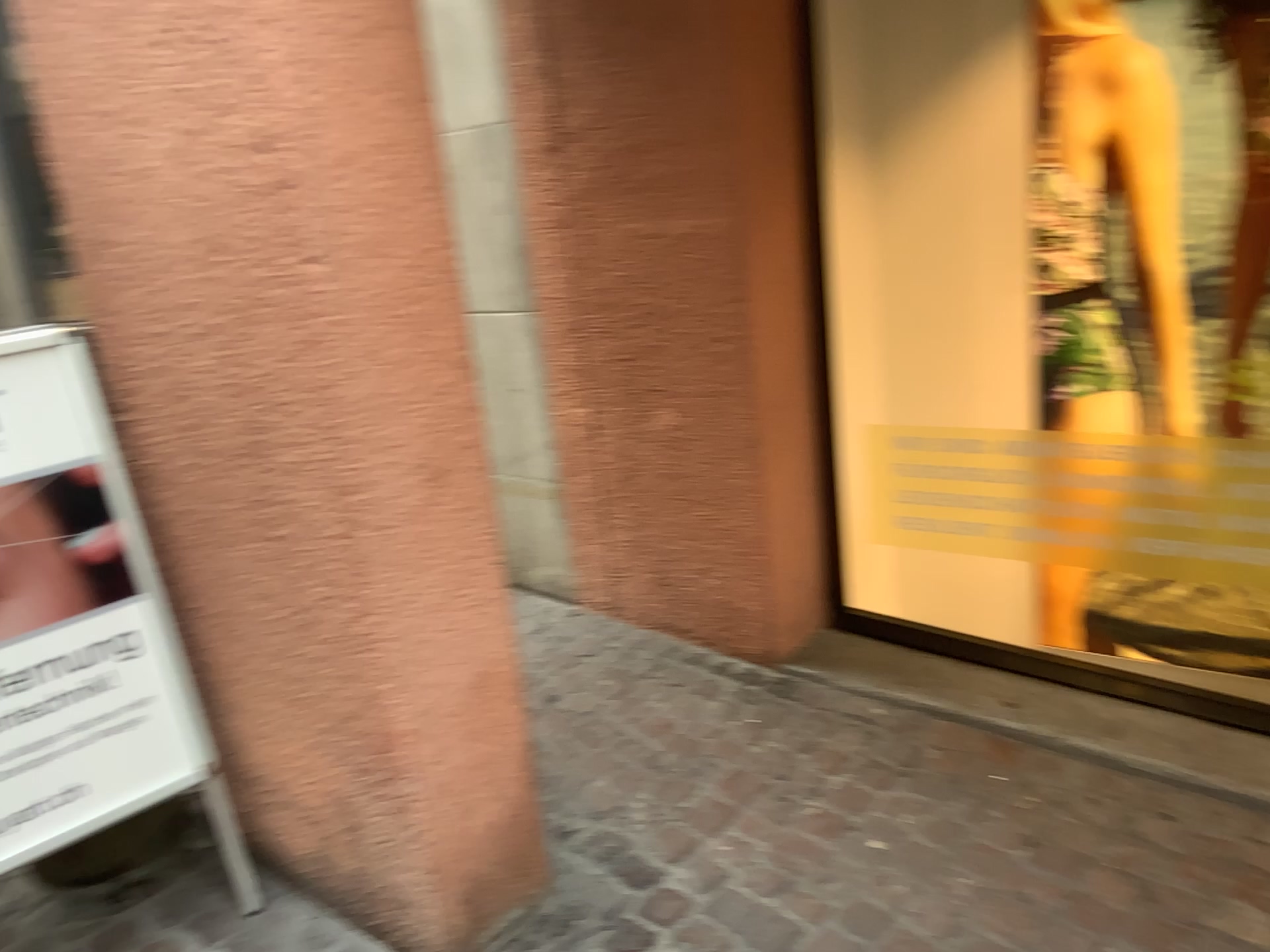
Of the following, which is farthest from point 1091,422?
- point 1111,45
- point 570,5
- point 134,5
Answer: point 134,5

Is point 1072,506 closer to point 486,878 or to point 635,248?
point 635,248

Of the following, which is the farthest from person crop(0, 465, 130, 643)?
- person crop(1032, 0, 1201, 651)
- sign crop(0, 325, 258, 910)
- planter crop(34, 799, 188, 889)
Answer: person crop(1032, 0, 1201, 651)

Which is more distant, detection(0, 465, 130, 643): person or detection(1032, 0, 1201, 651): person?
detection(1032, 0, 1201, 651): person

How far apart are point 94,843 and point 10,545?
0.7m

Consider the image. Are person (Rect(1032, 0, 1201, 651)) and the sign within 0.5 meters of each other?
no

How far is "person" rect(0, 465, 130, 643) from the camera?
1.9m

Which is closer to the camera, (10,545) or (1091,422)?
(10,545)

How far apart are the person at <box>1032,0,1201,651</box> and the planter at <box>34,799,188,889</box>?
2.2 meters

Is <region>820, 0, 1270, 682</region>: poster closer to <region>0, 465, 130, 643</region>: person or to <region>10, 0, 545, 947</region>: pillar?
<region>10, 0, 545, 947</region>: pillar
